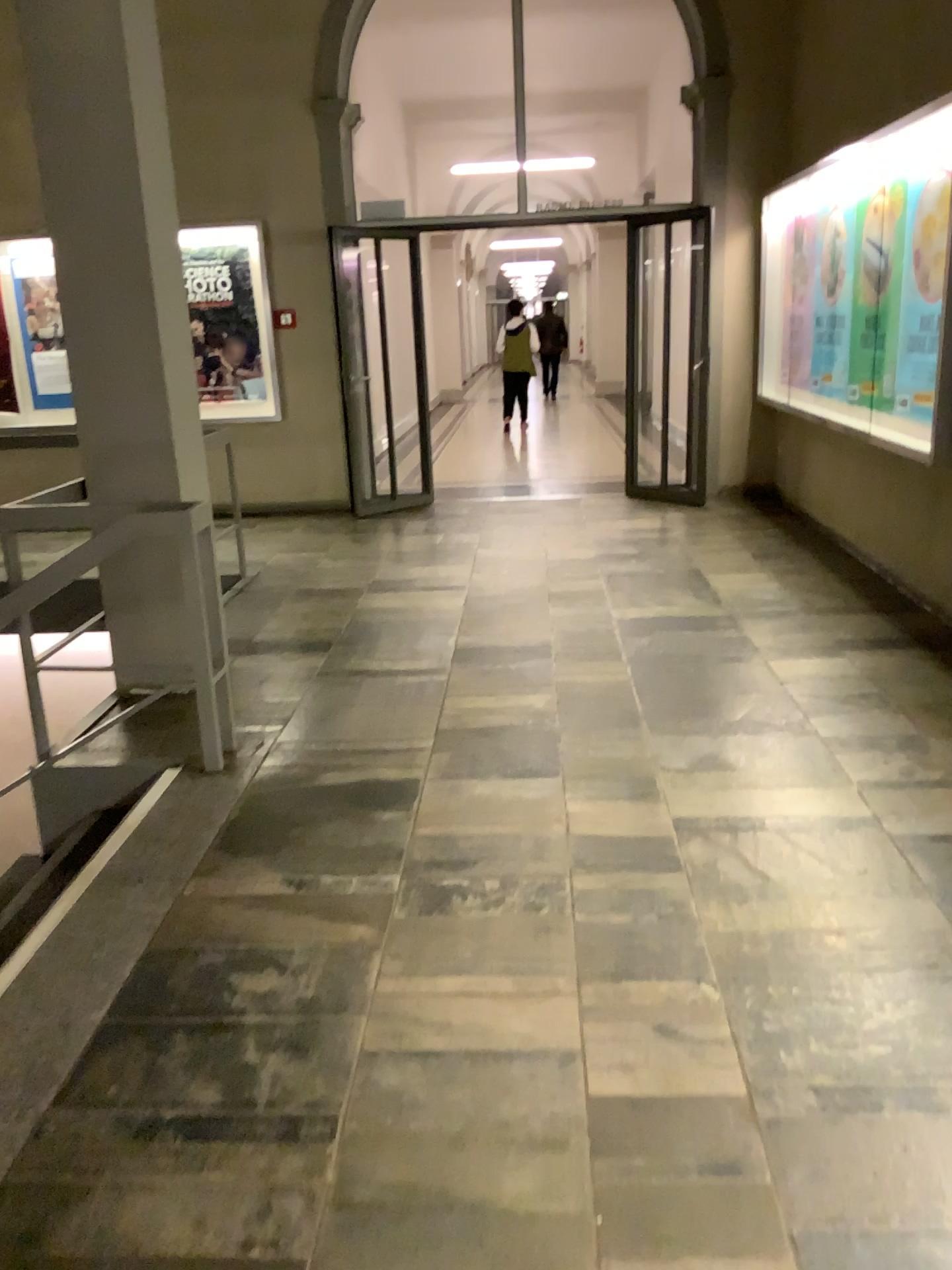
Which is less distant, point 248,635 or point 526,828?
point 526,828
